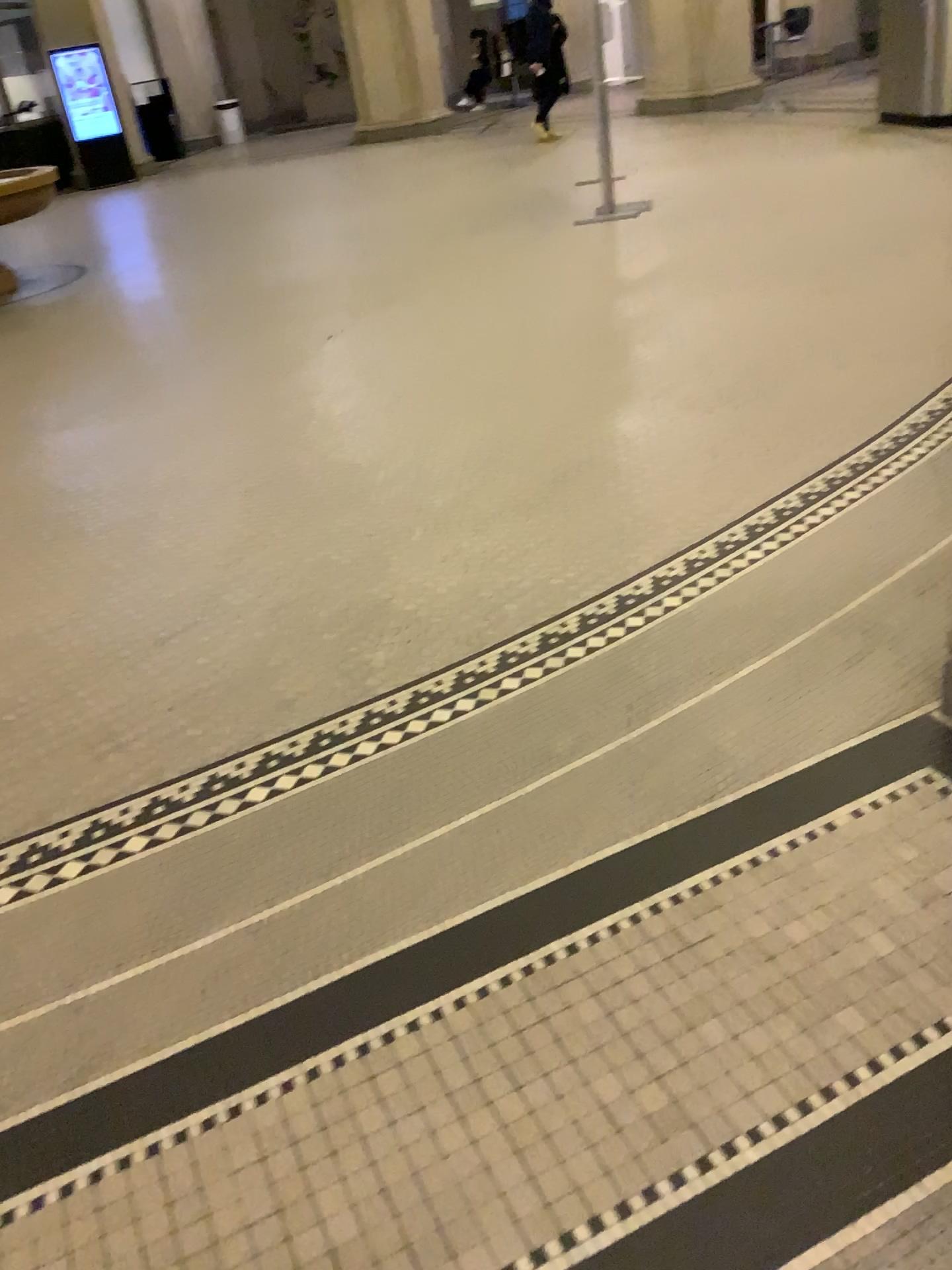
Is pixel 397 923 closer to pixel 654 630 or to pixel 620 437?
pixel 654 630
